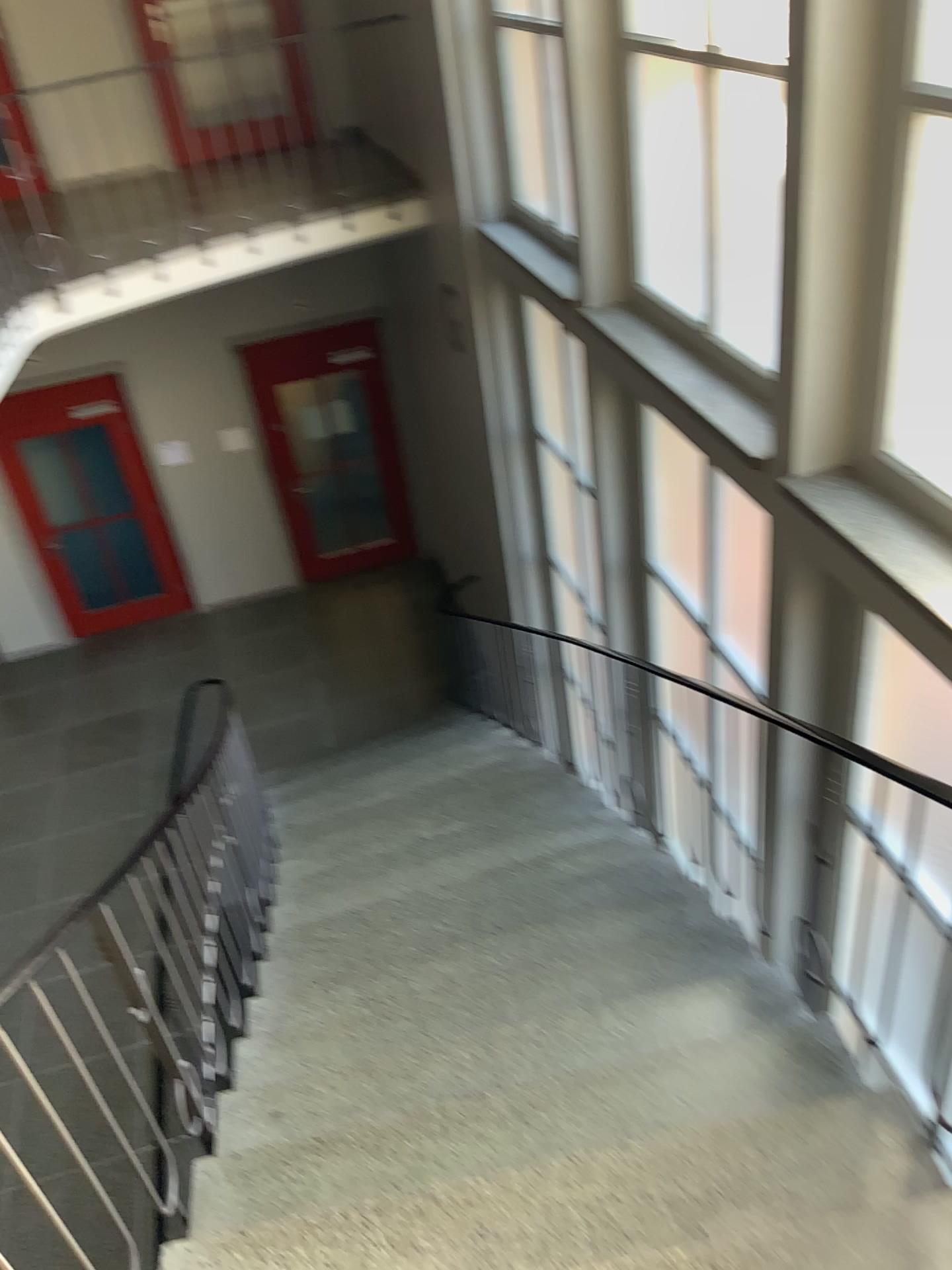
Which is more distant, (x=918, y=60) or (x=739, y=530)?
(x=739, y=530)

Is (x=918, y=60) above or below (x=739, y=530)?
above

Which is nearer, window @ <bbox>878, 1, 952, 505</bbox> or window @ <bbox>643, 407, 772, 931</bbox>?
window @ <bbox>878, 1, 952, 505</bbox>

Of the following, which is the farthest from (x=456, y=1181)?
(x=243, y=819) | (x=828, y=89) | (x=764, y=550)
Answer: (x=828, y=89)

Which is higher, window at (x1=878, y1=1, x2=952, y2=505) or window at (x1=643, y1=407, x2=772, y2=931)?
window at (x1=878, y1=1, x2=952, y2=505)
